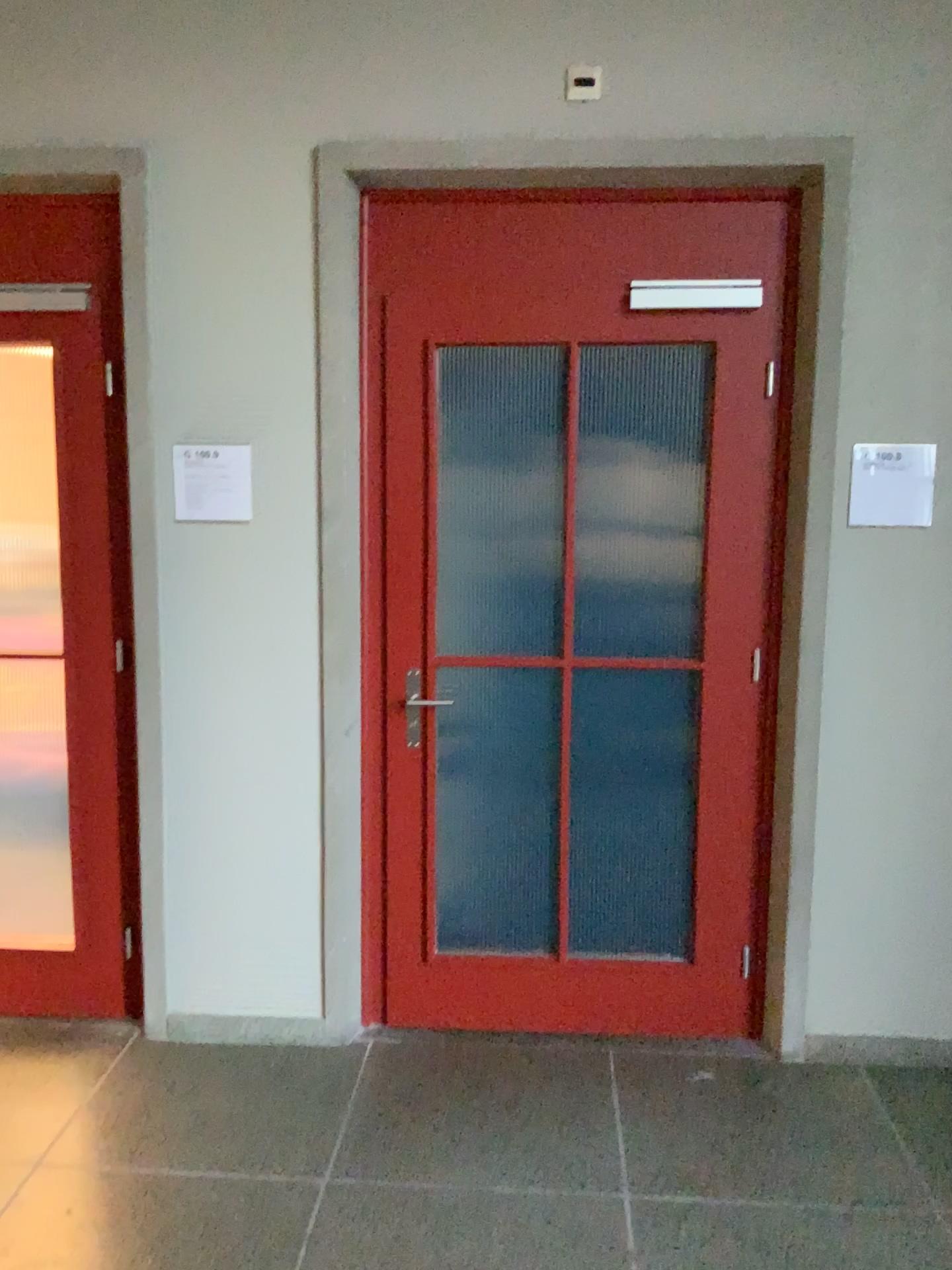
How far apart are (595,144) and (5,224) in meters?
1.6 m

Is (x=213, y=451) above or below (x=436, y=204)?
below

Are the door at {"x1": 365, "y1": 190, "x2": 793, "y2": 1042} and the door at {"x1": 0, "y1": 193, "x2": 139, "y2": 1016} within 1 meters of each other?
yes

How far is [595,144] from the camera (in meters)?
2.73

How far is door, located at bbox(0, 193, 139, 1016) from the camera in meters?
2.9

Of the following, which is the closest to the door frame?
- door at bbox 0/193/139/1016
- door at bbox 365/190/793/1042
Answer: door at bbox 365/190/793/1042

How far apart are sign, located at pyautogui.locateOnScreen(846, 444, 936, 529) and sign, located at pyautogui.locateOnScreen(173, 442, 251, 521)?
1.7 meters

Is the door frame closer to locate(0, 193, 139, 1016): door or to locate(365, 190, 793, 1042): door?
locate(365, 190, 793, 1042): door

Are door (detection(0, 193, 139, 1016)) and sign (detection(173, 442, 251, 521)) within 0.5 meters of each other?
yes

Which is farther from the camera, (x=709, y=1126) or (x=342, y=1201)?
(x=709, y=1126)
